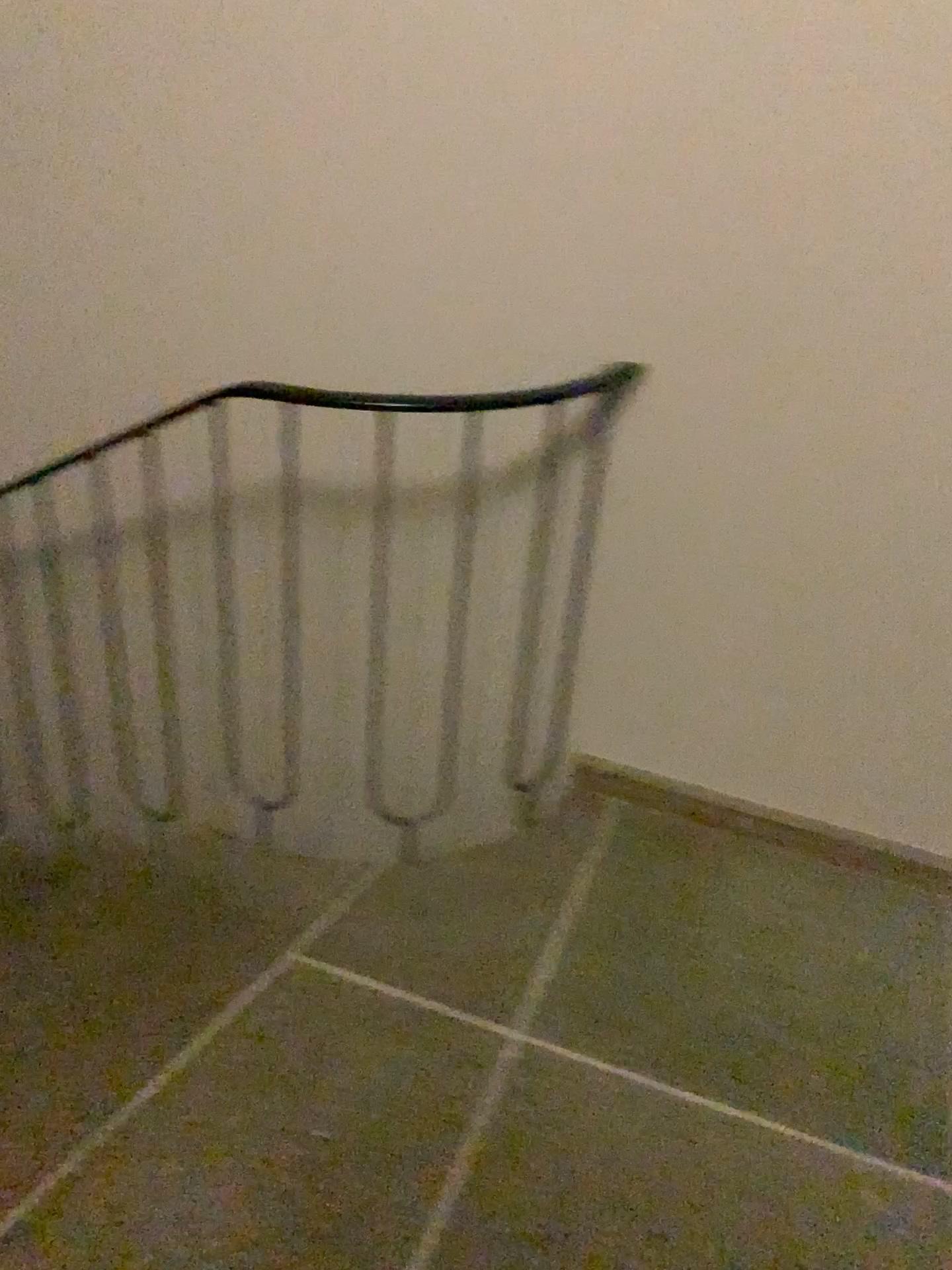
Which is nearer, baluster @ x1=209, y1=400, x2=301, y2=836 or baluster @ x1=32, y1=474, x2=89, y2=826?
baluster @ x1=209, y1=400, x2=301, y2=836

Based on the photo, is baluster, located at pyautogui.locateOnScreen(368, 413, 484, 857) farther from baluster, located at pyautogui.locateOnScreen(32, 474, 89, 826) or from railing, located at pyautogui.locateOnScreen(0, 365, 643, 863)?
baluster, located at pyautogui.locateOnScreen(32, 474, 89, 826)

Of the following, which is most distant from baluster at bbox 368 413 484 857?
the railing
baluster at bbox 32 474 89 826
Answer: baluster at bbox 32 474 89 826

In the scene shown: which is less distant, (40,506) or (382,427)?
(382,427)

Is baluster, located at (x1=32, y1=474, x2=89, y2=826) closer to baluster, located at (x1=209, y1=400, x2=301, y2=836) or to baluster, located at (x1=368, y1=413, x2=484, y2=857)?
baluster, located at (x1=209, y1=400, x2=301, y2=836)

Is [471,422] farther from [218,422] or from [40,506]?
[40,506]

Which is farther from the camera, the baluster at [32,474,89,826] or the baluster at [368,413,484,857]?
the baluster at [32,474,89,826]

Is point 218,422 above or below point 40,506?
above

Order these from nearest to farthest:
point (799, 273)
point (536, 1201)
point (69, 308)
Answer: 1. point (536, 1201)
2. point (799, 273)
3. point (69, 308)
